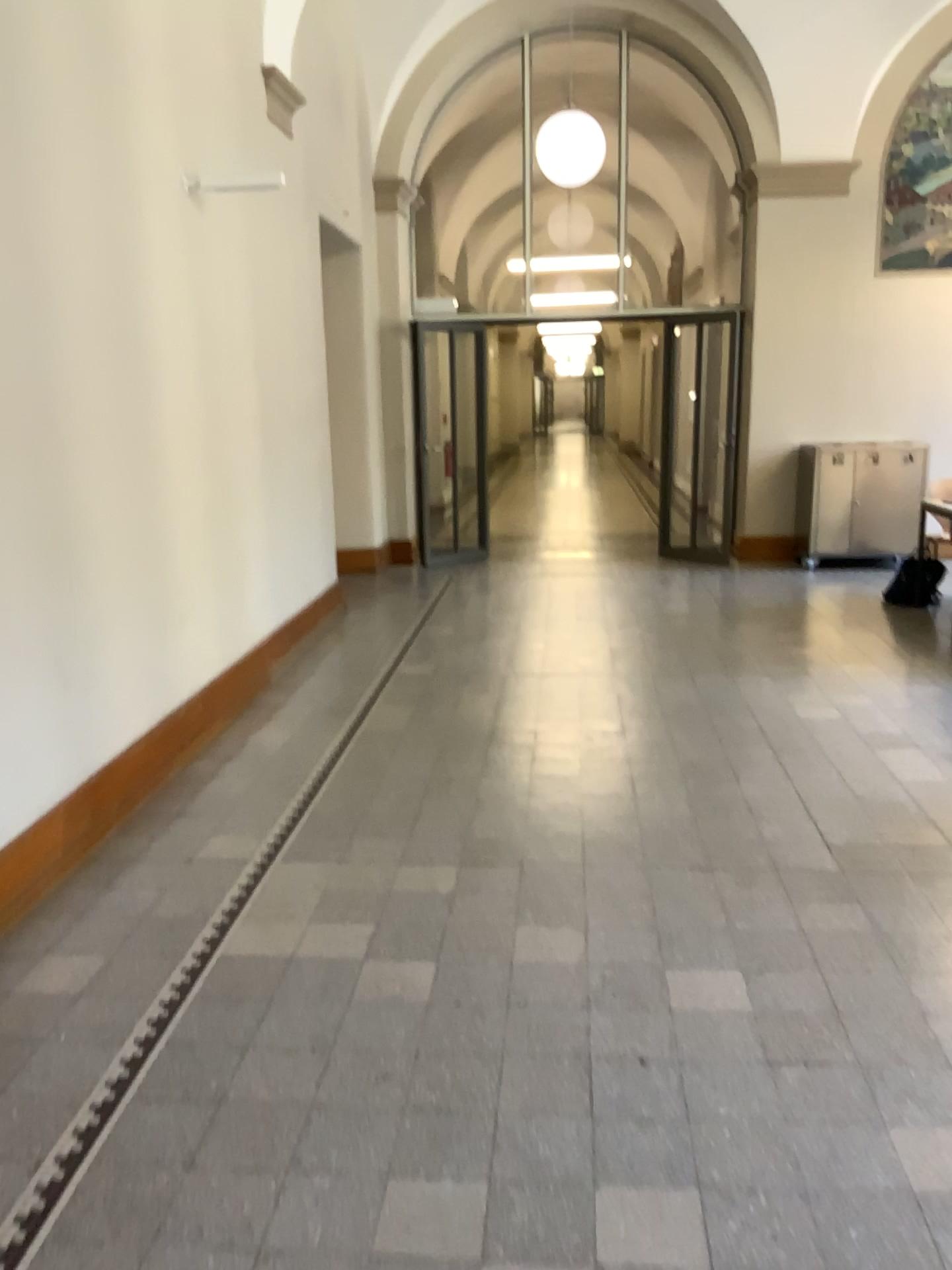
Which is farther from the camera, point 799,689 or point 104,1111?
point 799,689
